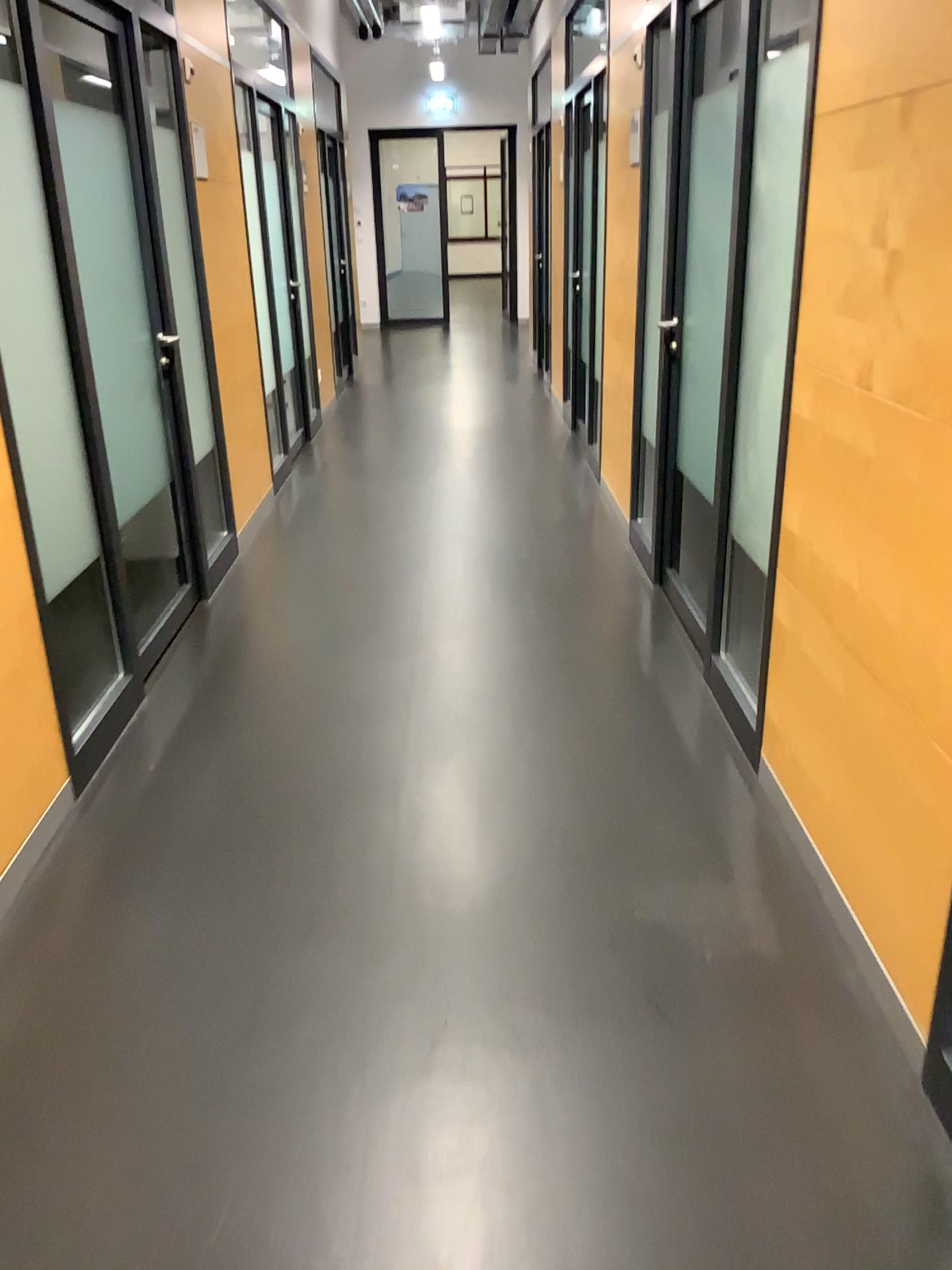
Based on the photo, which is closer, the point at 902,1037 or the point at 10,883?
the point at 902,1037

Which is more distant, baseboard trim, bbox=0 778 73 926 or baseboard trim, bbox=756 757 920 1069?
baseboard trim, bbox=0 778 73 926

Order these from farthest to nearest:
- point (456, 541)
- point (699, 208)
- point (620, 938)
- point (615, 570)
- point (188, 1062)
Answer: point (456, 541) < point (615, 570) < point (699, 208) < point (620, 938) < point (188, 1062)
